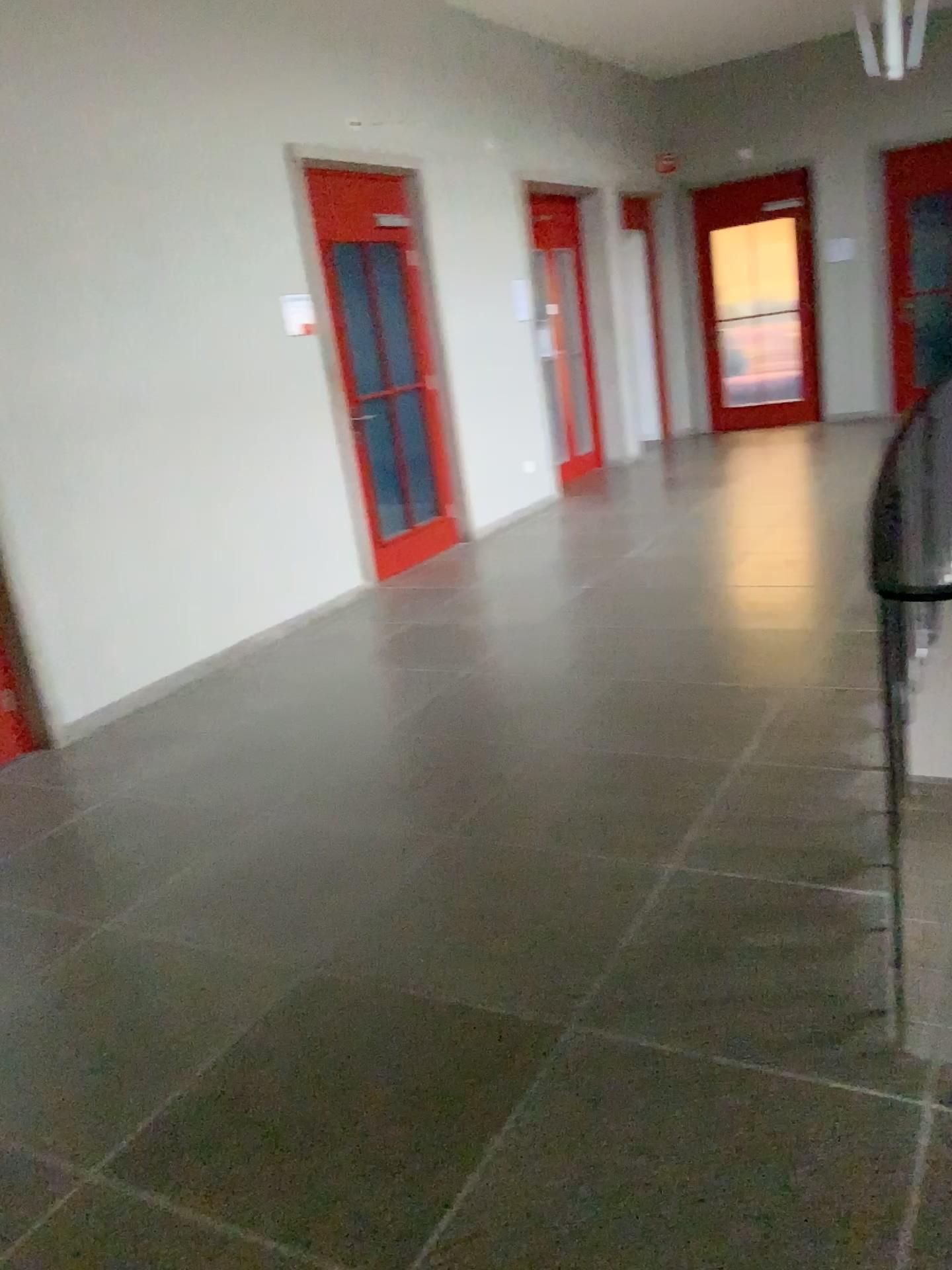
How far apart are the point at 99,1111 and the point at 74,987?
0.51m
